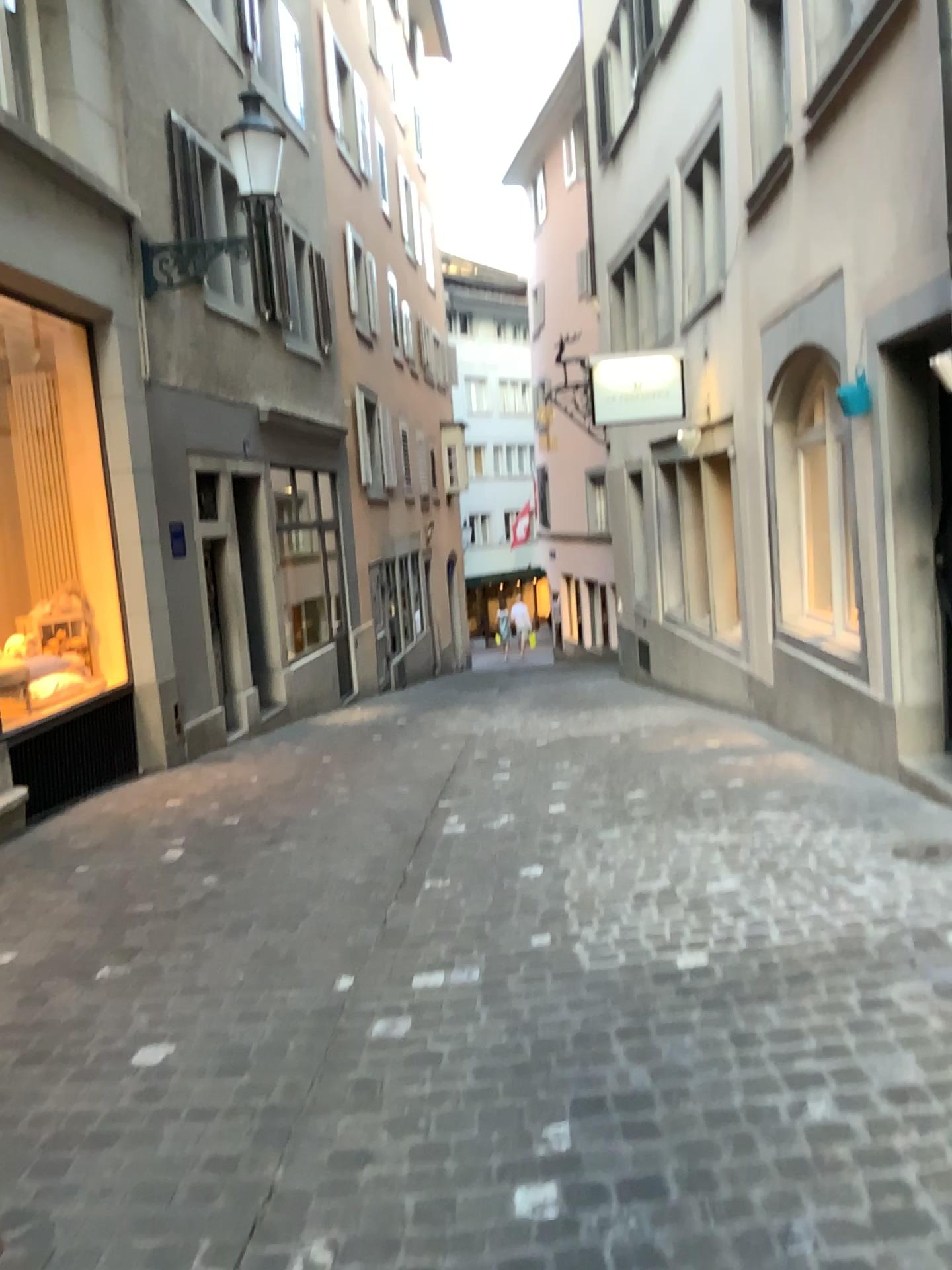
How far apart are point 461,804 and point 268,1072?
3.2 meters
